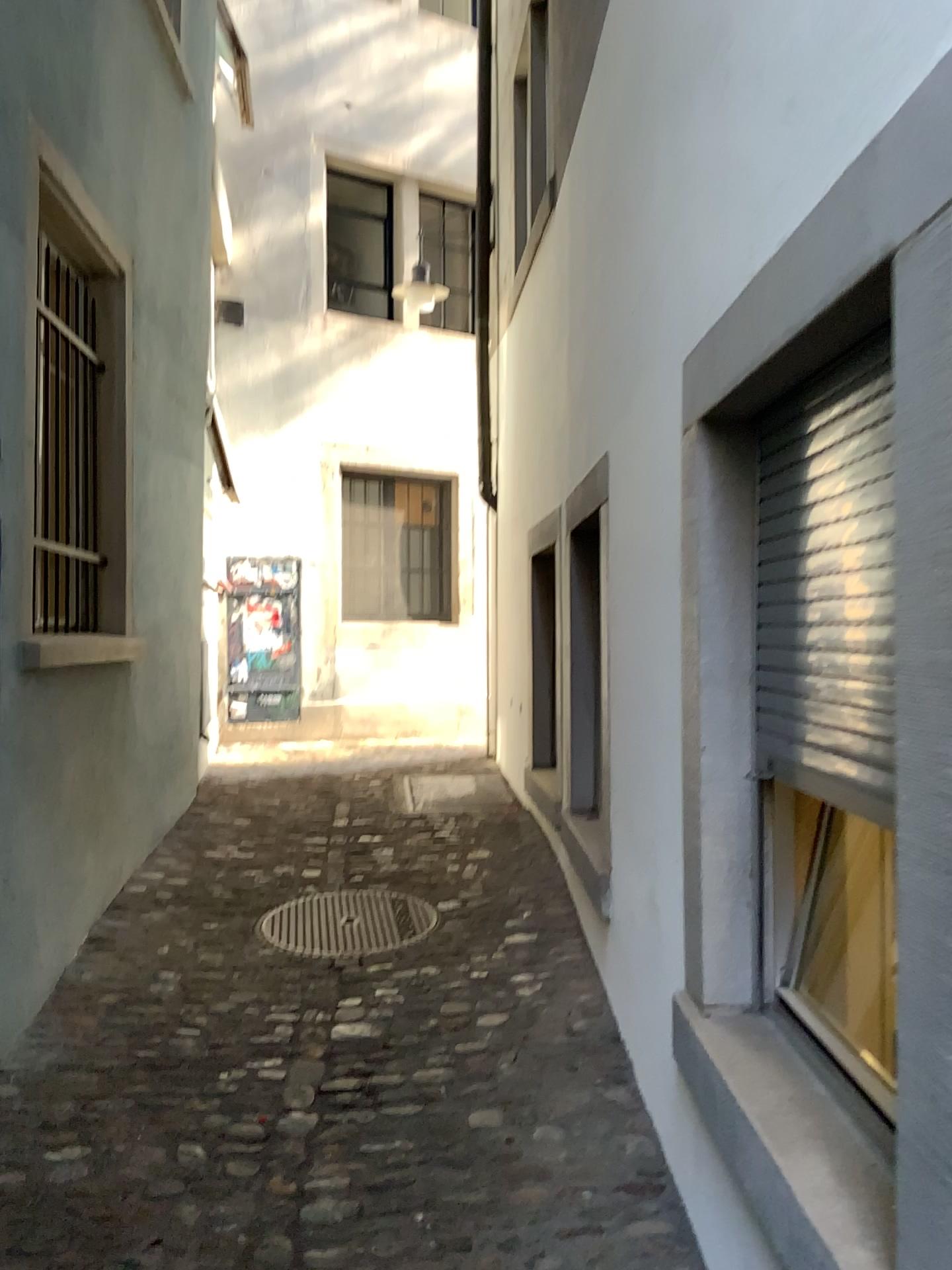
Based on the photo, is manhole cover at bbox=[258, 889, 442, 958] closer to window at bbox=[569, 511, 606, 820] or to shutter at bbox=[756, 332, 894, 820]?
window at bbox=[569, 511, 606, 820]

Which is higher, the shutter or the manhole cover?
the shutter

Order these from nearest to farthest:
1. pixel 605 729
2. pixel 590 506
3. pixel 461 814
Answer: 1. pixel 605 729
2. pixel 590 506
3. pixel 461 814

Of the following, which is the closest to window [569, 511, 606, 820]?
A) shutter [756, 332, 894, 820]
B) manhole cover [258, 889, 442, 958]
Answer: manhole cover [258, 889, 442, 958]

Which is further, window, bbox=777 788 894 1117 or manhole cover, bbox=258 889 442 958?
manhole cover, bbox=258 889 442 958

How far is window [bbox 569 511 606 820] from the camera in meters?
4.0

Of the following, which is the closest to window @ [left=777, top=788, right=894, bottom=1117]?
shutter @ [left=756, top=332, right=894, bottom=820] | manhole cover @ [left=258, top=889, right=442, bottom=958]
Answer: shutter @ [left=756, top=332, right=894, bottom=820]

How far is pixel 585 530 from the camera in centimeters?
404cm

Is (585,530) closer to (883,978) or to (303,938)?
(303,938)

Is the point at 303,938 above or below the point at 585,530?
Result: below
